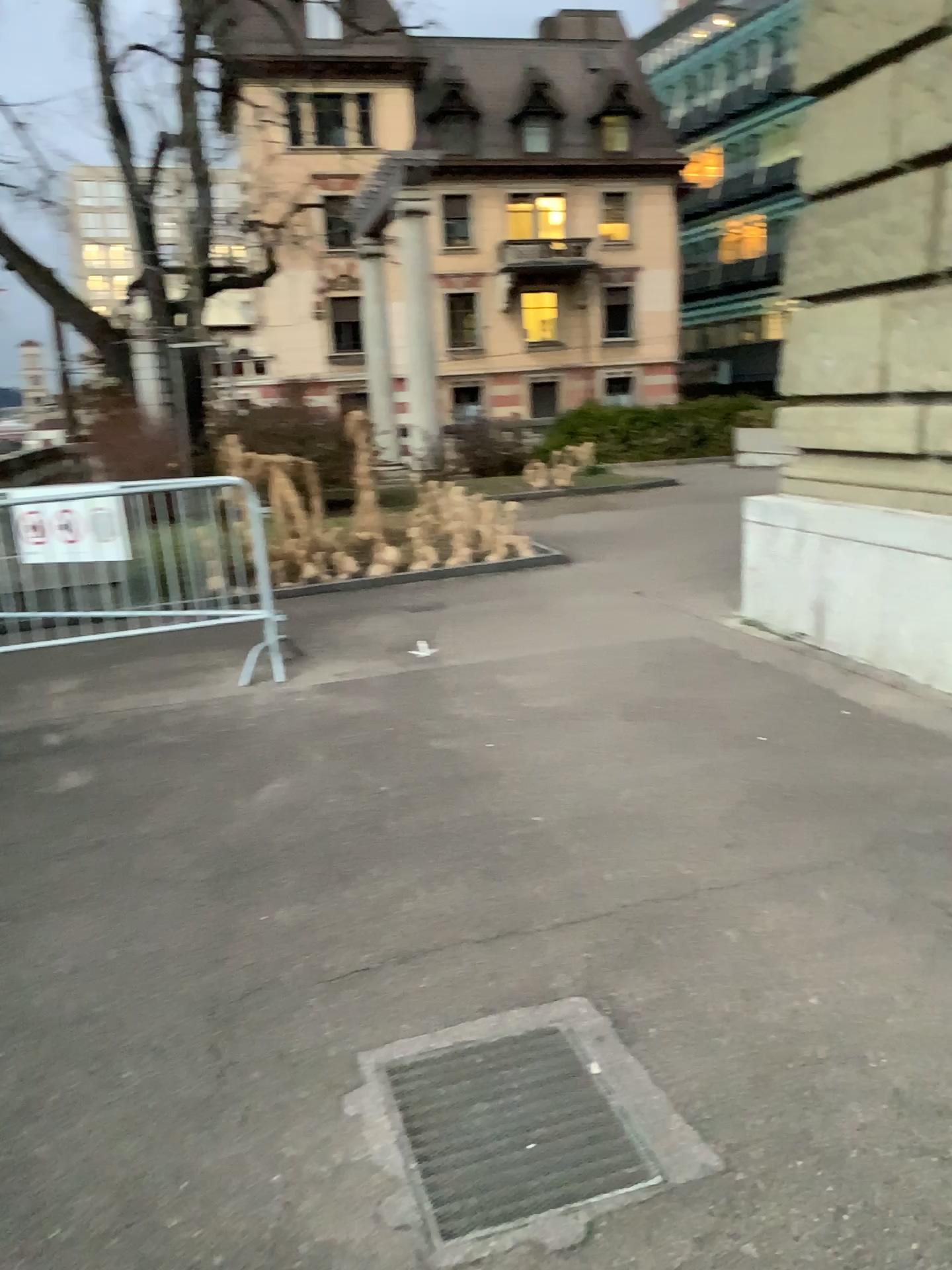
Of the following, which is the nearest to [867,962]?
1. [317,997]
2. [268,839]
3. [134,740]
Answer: [317,997]
